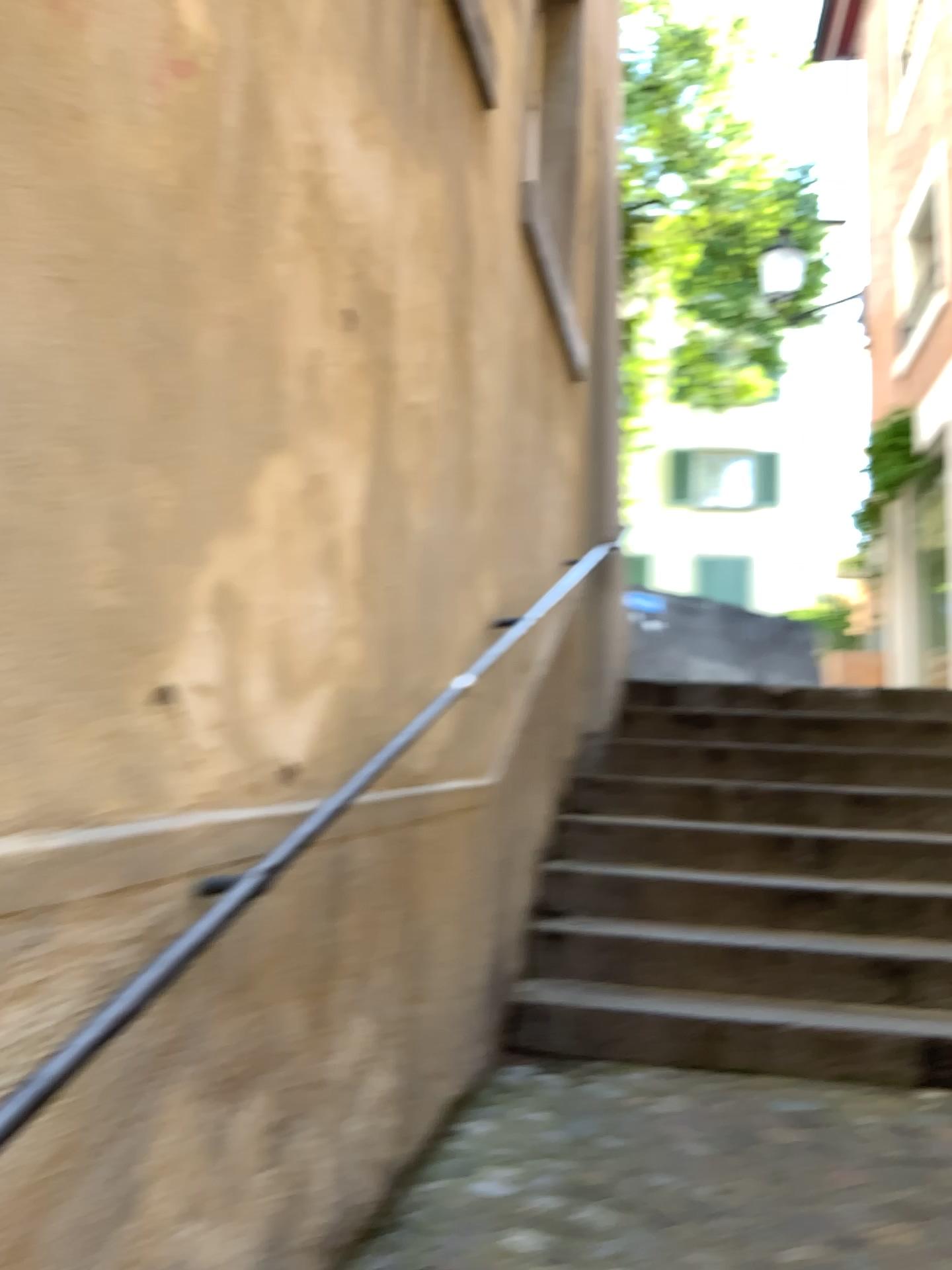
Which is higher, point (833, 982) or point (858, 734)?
point (858, 734)

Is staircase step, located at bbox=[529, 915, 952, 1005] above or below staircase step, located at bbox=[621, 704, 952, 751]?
below

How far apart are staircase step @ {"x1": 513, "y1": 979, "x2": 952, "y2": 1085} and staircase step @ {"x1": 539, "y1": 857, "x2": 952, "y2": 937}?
0.4 meters

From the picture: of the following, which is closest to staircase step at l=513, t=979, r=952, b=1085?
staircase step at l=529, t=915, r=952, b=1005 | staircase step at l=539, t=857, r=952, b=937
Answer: staircase step at l=529, t=915, r=952, b=1005

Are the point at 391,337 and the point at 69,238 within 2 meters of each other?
yes

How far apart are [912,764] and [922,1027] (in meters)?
1.64

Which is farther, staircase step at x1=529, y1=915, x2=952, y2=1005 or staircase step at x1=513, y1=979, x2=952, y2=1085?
staircase step at x1=529, y1=915, x2=952, y2=1005

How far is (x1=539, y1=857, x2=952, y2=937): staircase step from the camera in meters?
3.6 m

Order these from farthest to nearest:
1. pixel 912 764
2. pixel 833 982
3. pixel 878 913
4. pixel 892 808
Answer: pixel 912 764, pixel 892 808, pixel 878 913, pixel 833 982

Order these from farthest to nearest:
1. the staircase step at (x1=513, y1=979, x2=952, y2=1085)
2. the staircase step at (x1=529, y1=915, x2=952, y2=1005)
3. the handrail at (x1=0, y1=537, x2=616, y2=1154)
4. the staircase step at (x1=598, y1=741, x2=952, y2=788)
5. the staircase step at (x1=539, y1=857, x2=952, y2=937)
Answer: the staircase step at (x1=598, y1=741, x2=952, y2=788)
the staircase step at (x1=539, y1=857, x2=952, y2=937)
the staircase step at (x1=529, y1=915, x2=952, y2=1005)
the staircase step at (x1=513, y1=979, x2=952, y2=1085)
the handrail at (x1=0, y1=537, x2=616, y2=1154)
